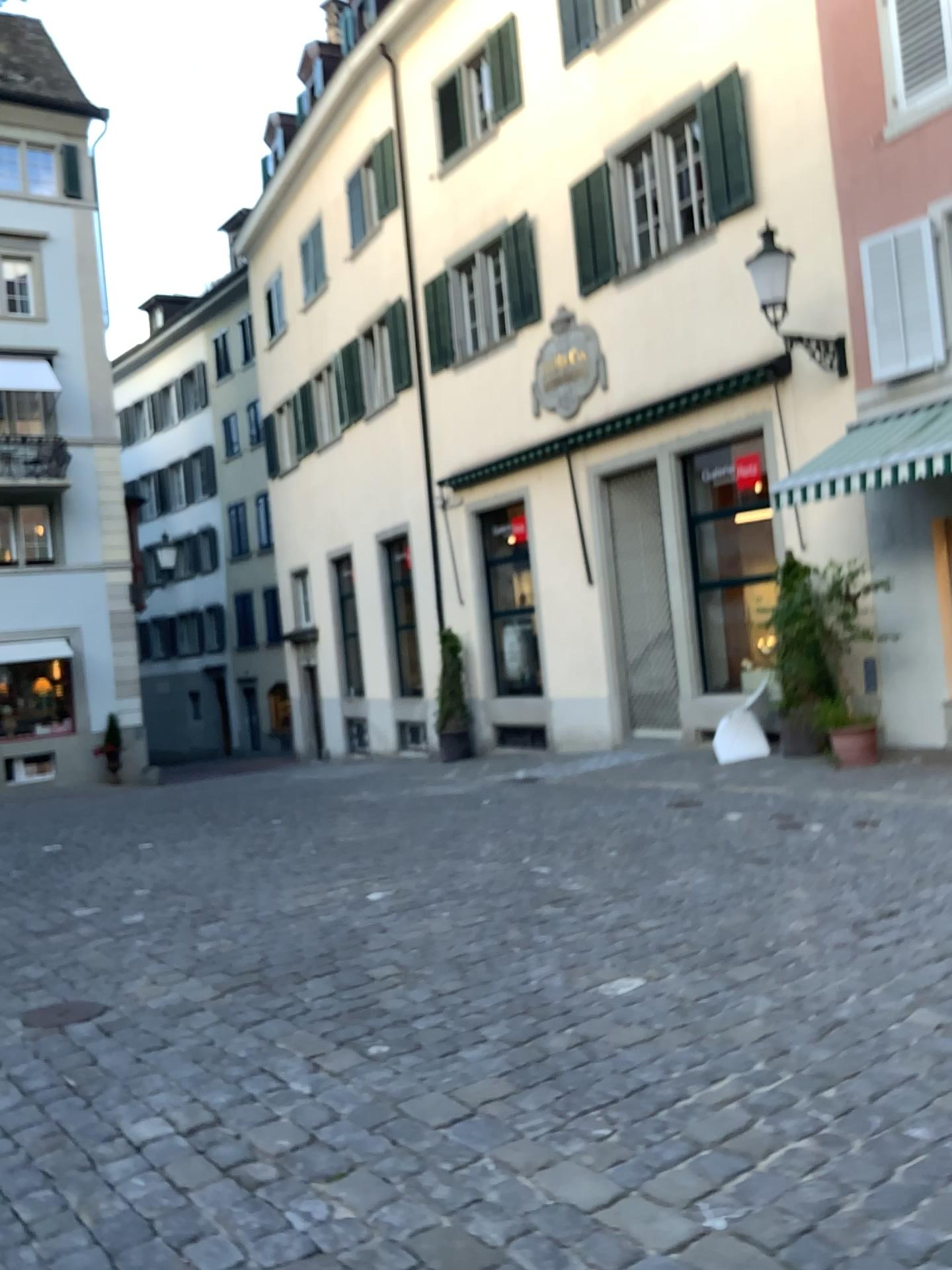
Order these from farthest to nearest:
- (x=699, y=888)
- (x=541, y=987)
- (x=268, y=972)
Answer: (x=699, y=888) < (x=268, y=972) < (x=541, y=987)
